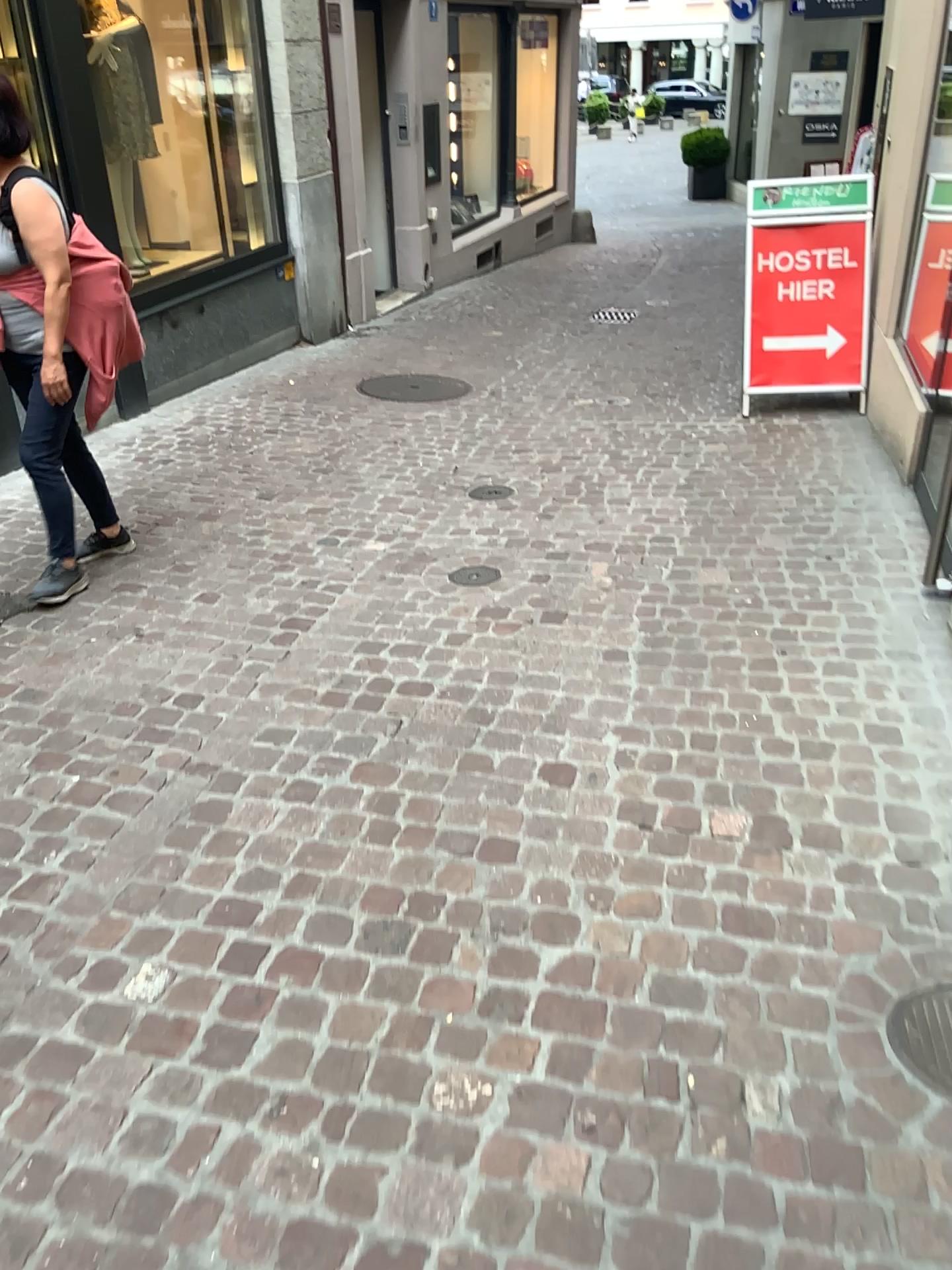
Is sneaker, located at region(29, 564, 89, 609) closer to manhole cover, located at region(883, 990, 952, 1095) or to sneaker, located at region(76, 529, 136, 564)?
sneaker, located at region(76, 529, 136, 564)

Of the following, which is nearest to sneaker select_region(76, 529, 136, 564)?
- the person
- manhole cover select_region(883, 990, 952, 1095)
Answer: the person

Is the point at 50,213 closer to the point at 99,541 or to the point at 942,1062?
the point at 99,541

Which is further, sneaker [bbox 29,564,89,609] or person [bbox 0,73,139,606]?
sneaker [bbox 29,564,89,609]

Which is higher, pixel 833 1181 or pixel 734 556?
pixel 734 556

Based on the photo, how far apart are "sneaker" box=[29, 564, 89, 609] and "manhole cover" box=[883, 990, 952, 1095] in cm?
294

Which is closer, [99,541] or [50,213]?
[50,213]

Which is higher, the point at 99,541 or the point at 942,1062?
the point at 99,541

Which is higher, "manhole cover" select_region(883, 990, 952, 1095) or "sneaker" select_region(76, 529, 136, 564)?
"sneaker" select_region(76, 529, 136, 564)

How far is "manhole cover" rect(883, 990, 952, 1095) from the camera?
1.8 meters
